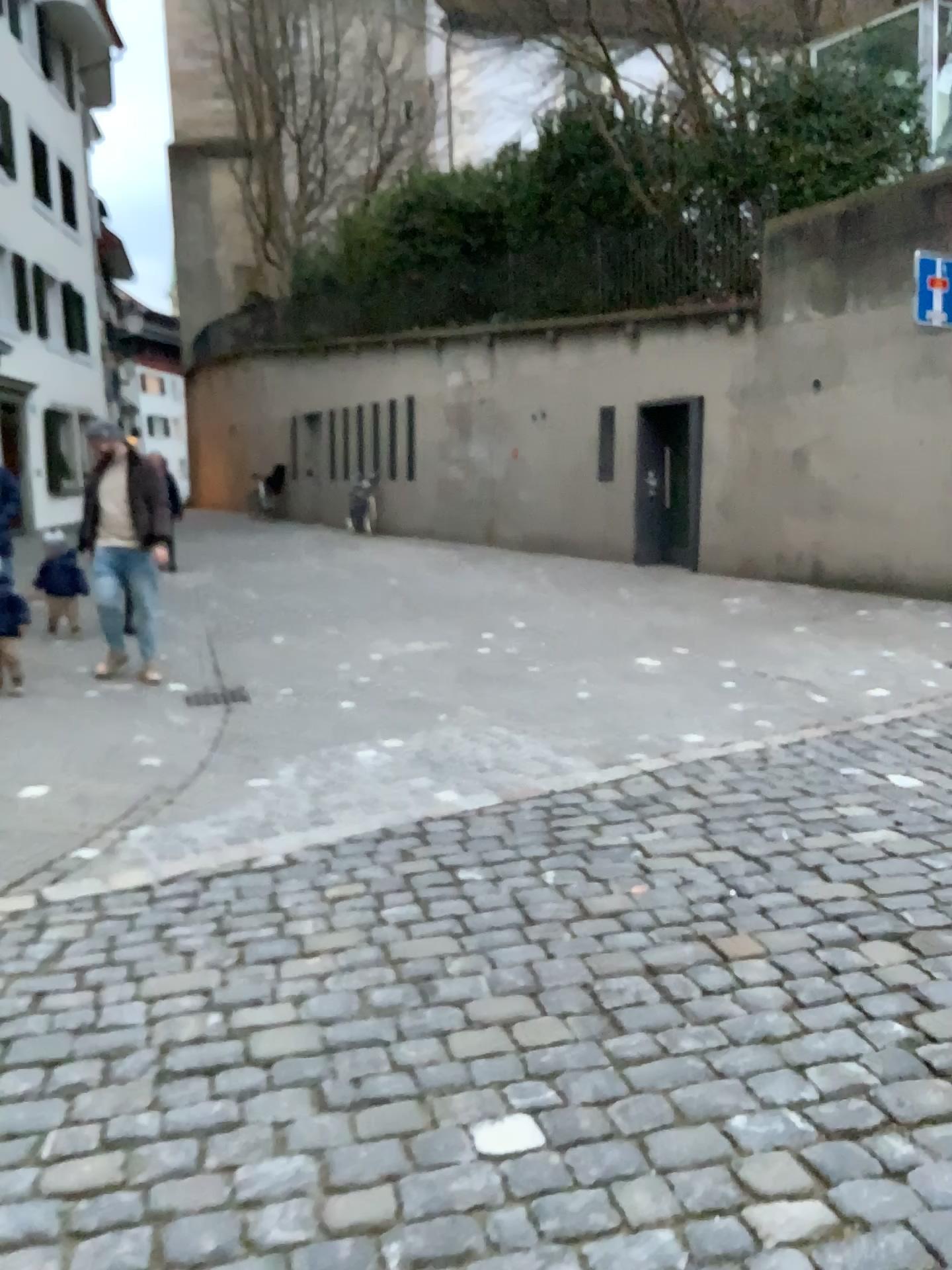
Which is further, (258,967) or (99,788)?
(99,788)
